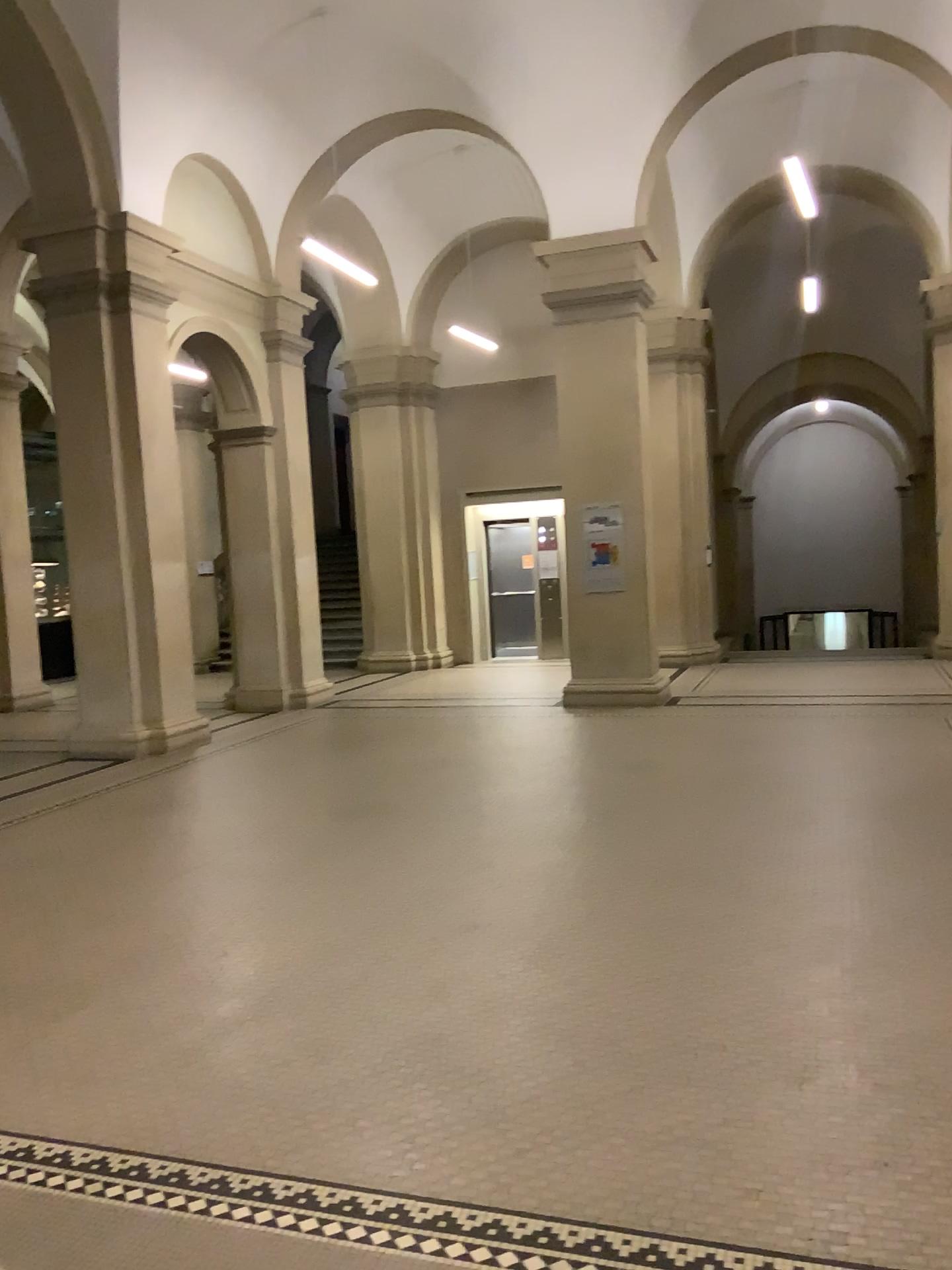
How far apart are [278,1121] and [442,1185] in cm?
59
